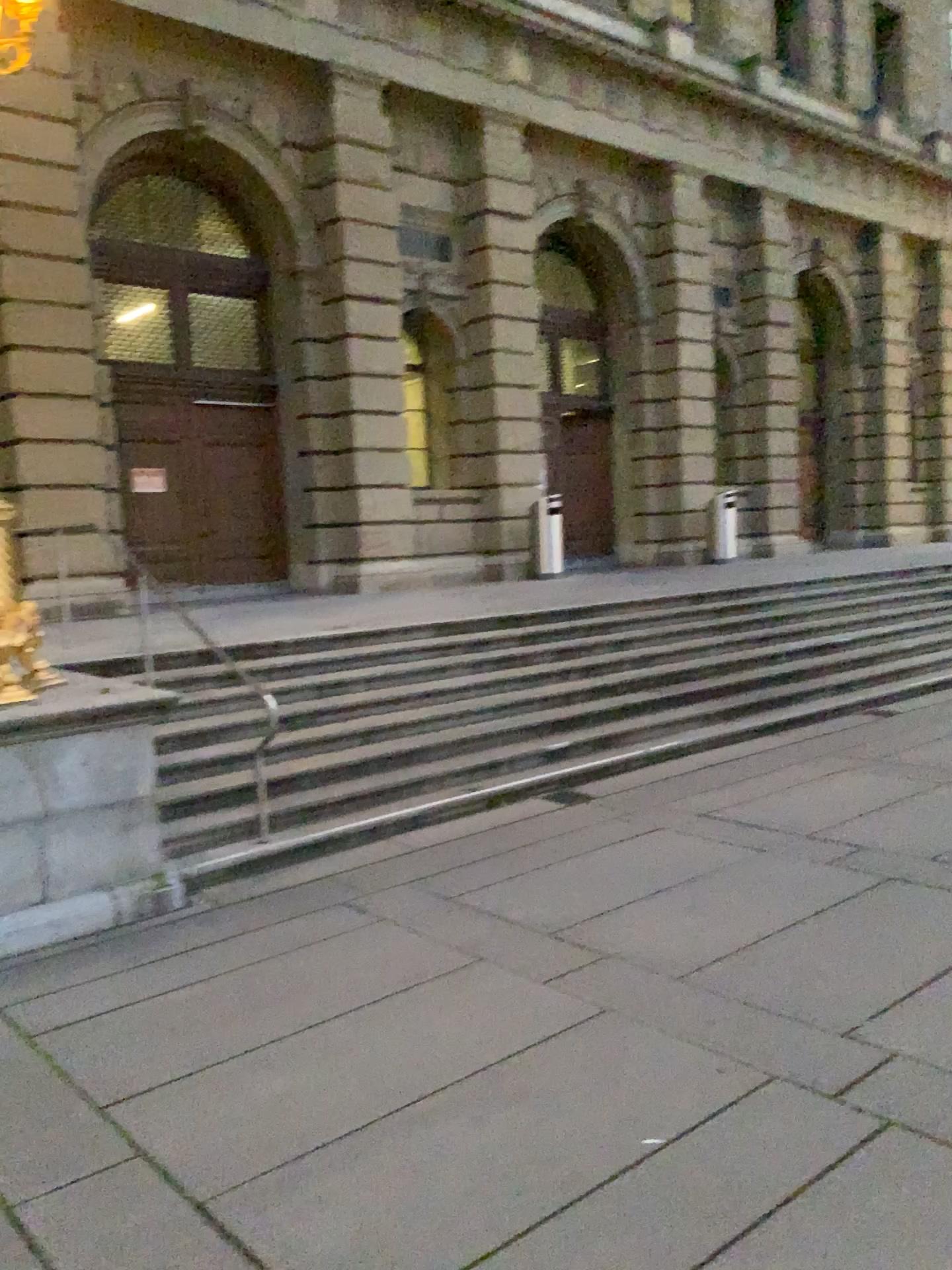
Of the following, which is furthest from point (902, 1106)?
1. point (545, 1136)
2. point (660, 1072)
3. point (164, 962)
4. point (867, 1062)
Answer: point (164, 962)
